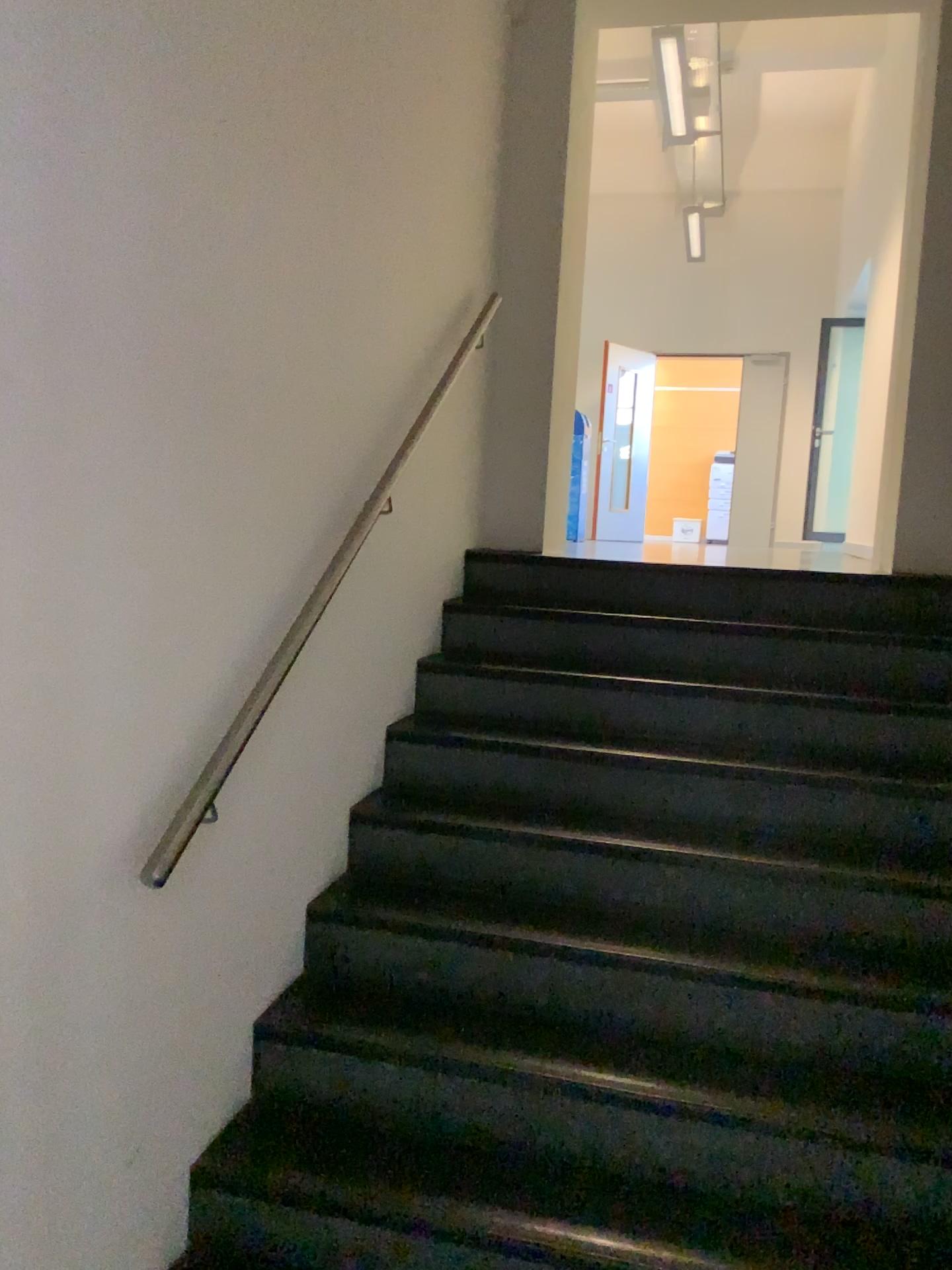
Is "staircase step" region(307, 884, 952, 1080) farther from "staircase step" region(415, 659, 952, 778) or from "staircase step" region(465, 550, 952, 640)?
"staircase step" region(465, 550, 952, 640)

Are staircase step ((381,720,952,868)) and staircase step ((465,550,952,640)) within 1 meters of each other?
yes

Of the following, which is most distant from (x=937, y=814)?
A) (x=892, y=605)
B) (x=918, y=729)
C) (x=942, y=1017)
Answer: (x=892, y=605)

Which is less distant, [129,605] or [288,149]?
[129,605]

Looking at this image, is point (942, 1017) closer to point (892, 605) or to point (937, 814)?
point (937, 814)

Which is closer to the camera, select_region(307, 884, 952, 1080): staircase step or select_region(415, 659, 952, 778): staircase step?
select_region(307, 884, 952, 1080): staircase step

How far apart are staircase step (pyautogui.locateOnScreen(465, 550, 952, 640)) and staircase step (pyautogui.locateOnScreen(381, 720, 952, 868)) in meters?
0.7

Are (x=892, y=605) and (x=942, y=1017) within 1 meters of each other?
no

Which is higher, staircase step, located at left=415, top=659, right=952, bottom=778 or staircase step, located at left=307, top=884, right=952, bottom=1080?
staircase step, located at left=415, top=659, right=952, bottom=778

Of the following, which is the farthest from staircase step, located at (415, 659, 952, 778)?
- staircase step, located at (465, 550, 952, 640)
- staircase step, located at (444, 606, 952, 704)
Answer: staircase step, located at (465, 550, 952, 640)
